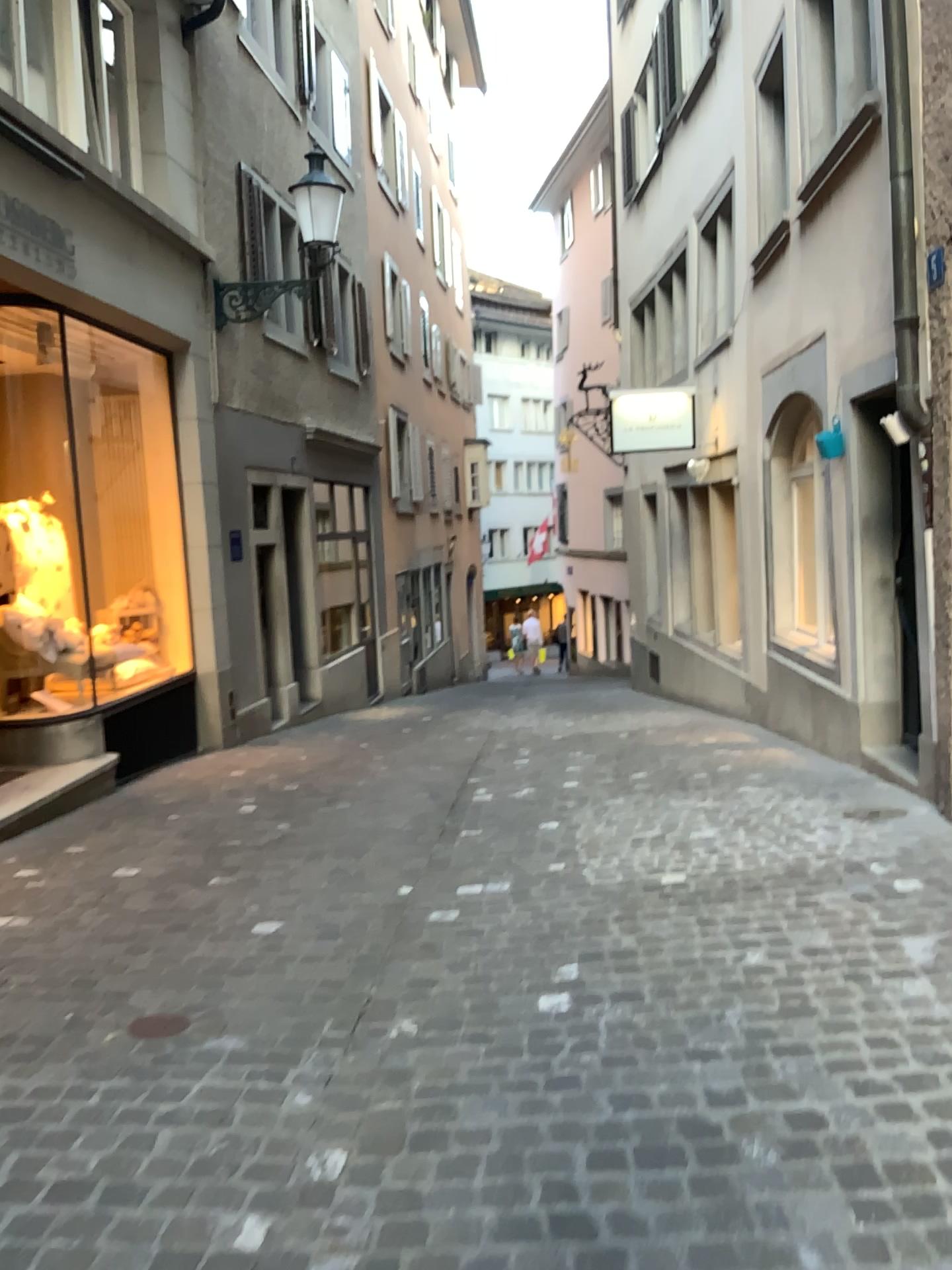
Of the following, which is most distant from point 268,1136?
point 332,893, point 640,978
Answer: point 332,893
